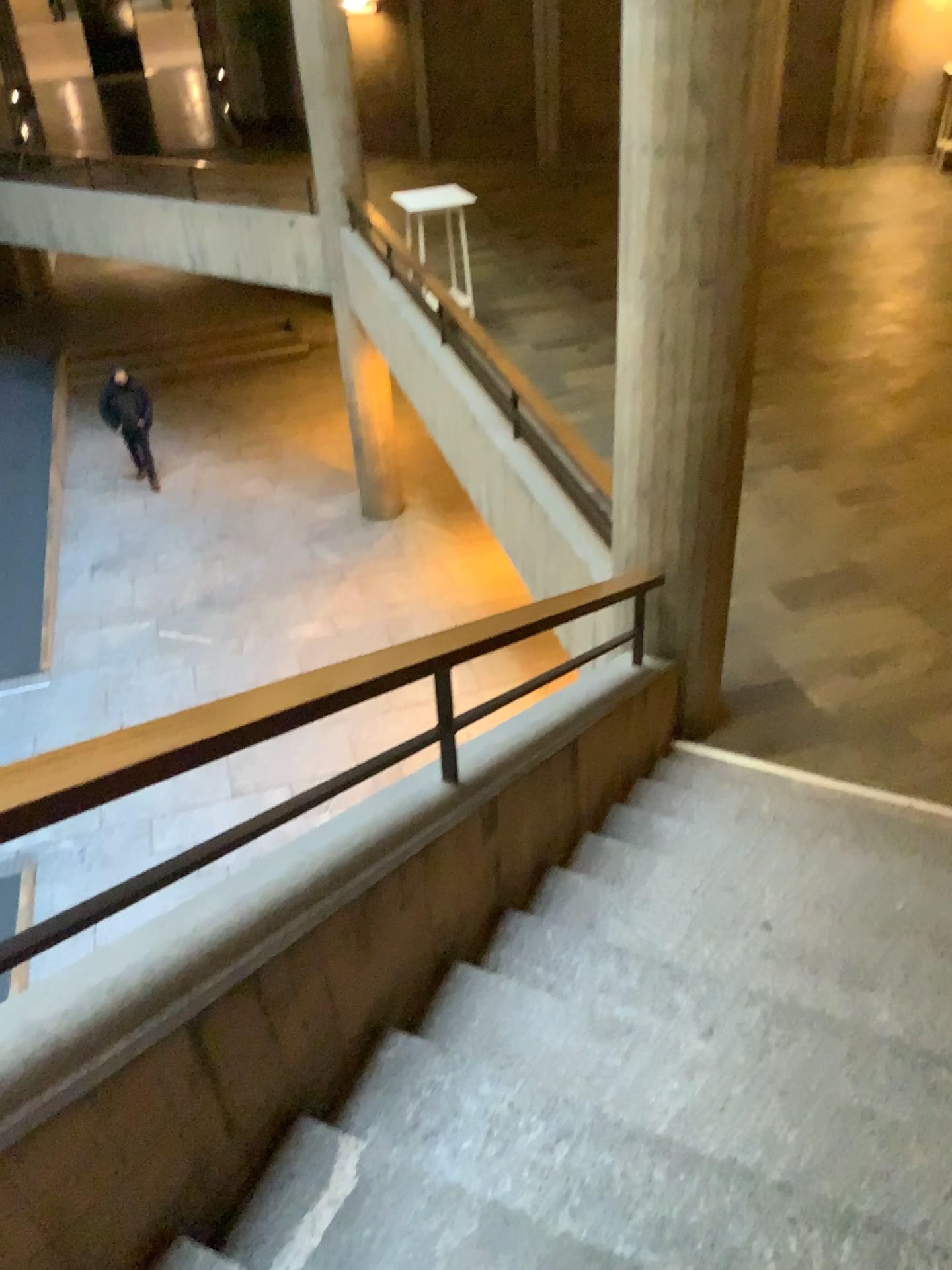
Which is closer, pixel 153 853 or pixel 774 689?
pixel 153 853
